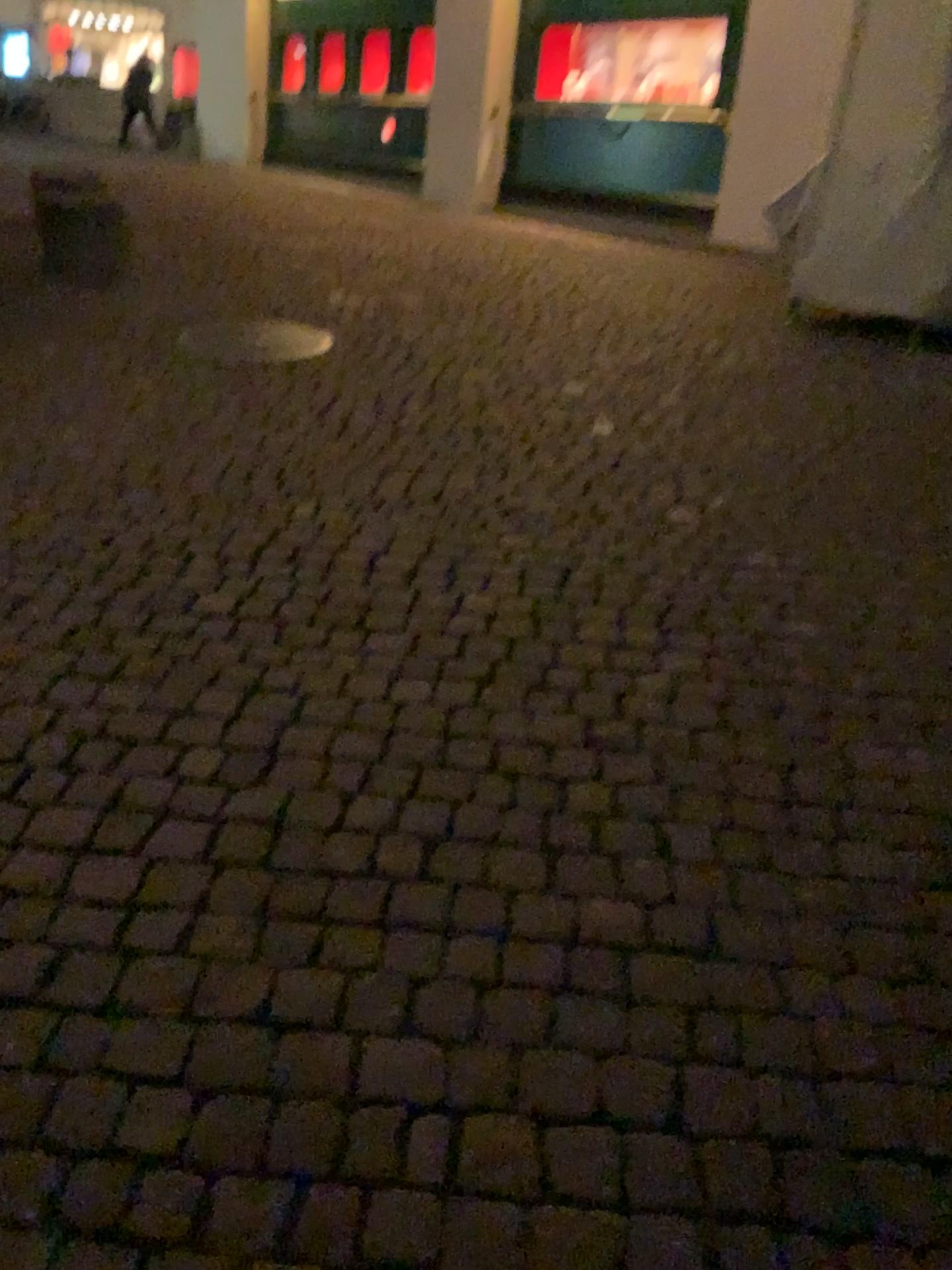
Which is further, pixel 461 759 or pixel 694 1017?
pixel 461 759
